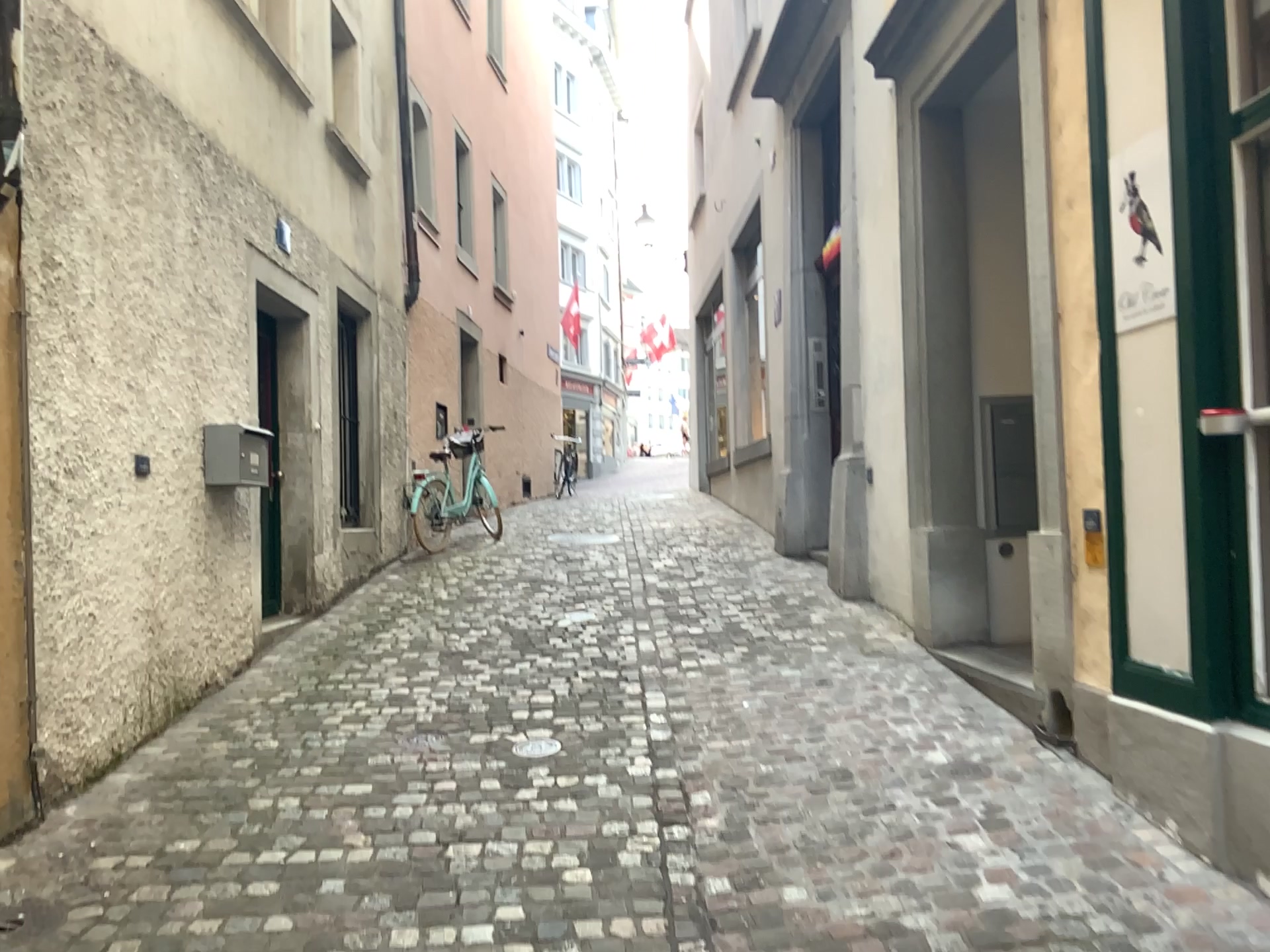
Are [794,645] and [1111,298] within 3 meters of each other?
yes
